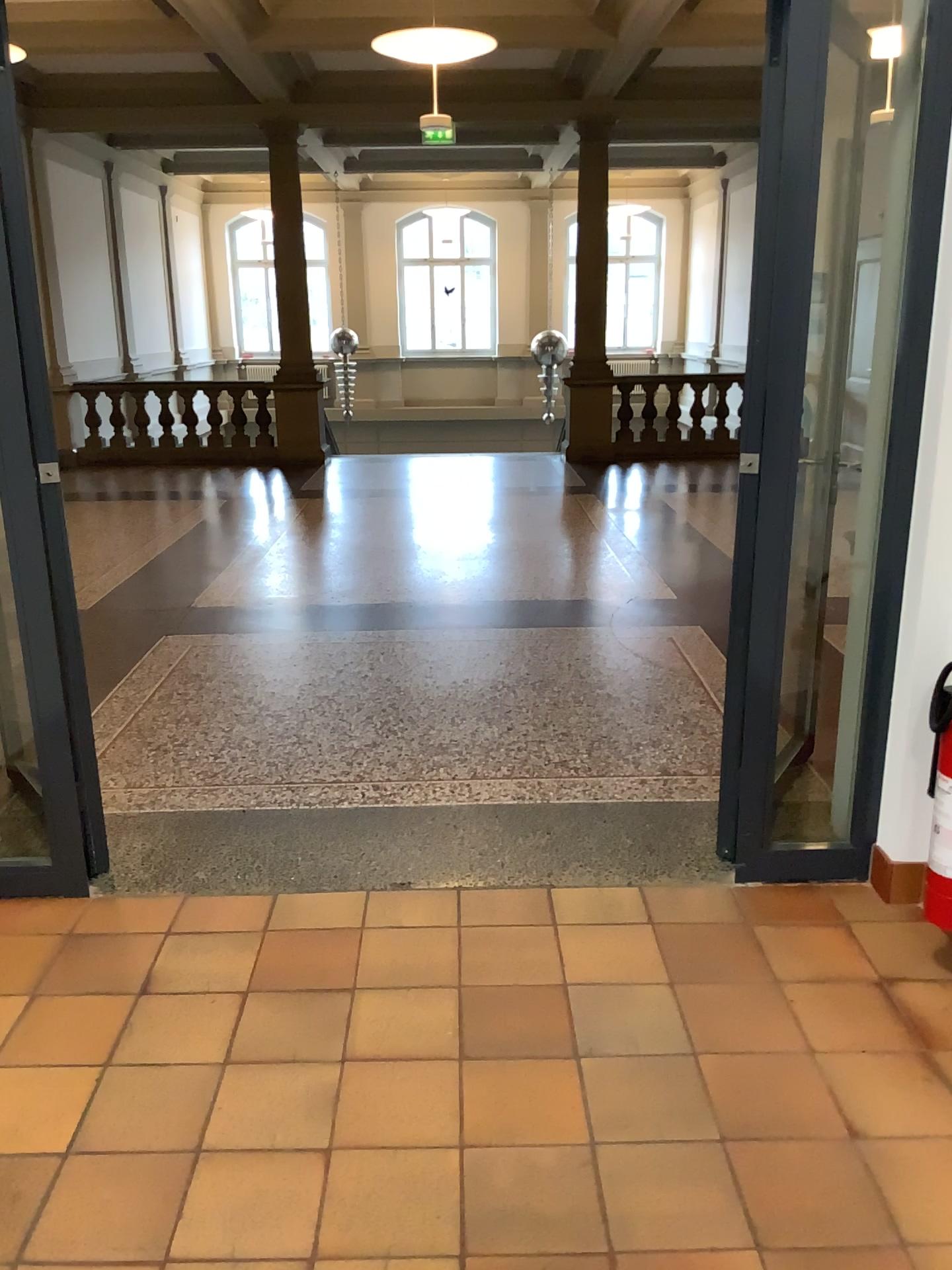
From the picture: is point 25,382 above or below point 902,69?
below

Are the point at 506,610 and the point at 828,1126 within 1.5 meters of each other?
no
